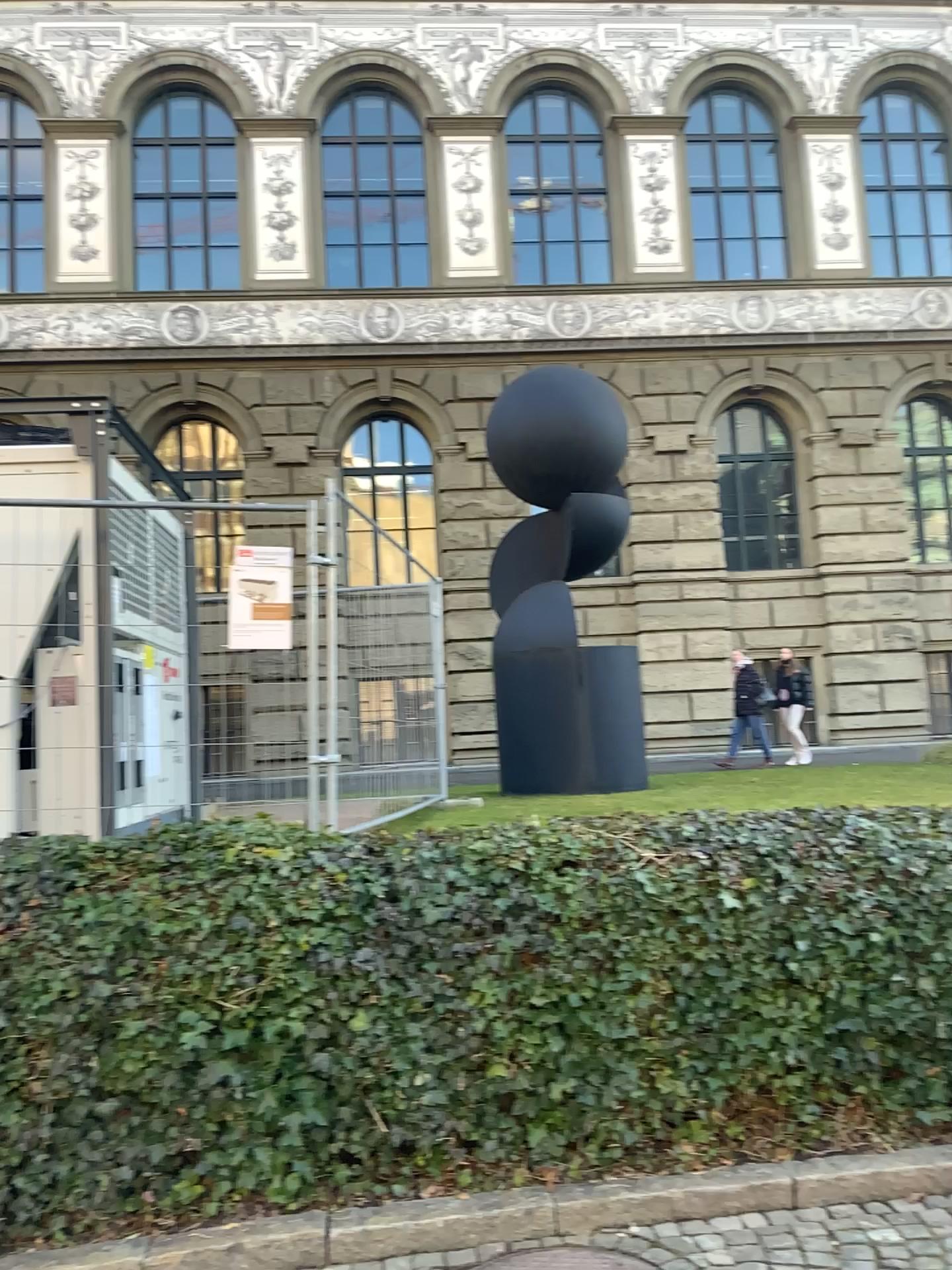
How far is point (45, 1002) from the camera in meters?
3.7 m

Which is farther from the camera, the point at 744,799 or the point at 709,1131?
the point at 744,799

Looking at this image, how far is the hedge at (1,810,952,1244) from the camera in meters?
3.7 m
